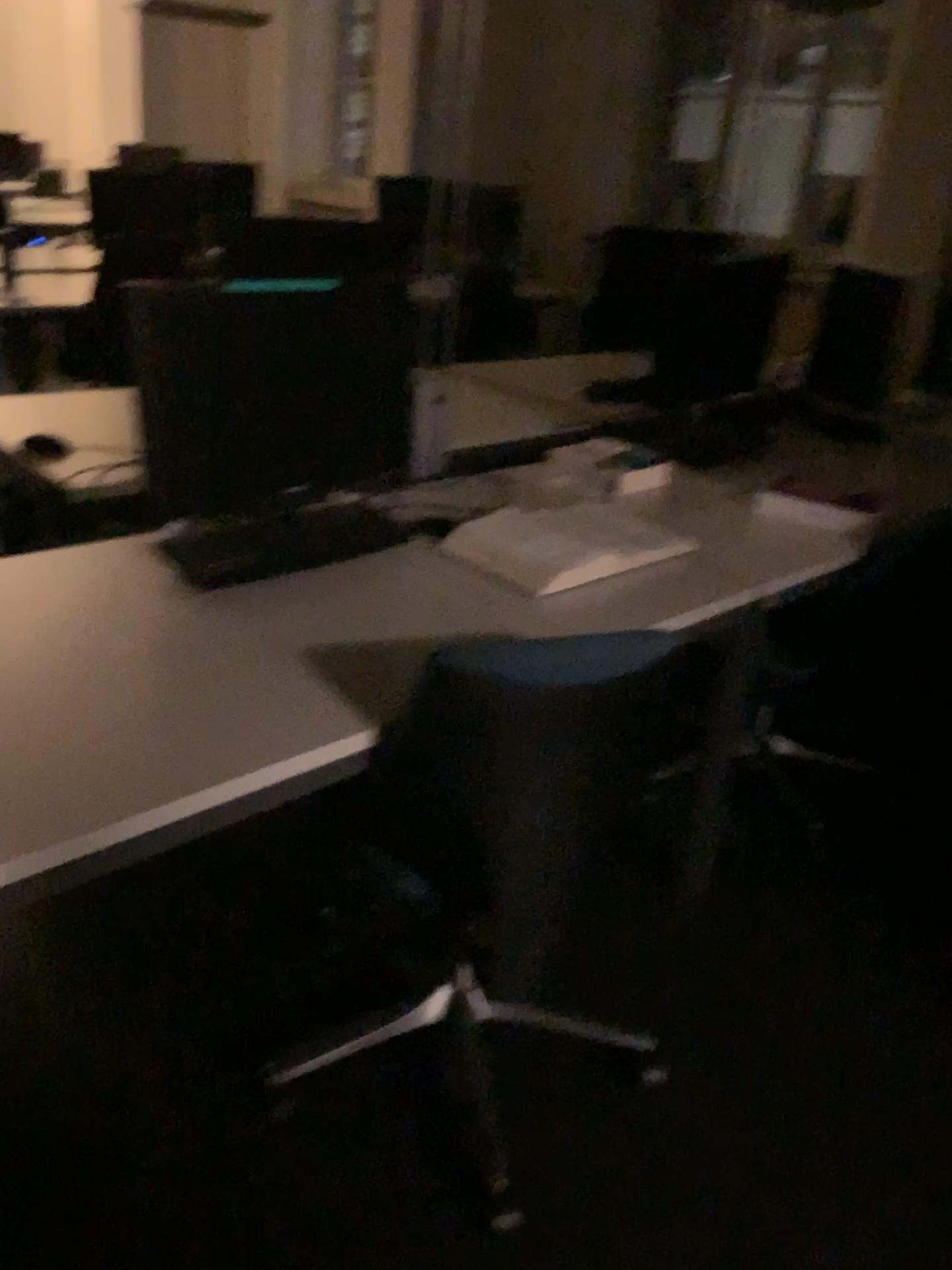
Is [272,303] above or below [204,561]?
above

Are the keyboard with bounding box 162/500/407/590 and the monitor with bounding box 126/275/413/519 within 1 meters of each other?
yes

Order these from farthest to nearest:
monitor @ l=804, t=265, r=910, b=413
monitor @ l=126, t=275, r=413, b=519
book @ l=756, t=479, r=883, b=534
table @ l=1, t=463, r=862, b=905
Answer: monitor @ l=804, t=265, r=910, b=413
book @ l=756, t=479, r=883, b=534
monitor @ l=126, t=275, r=413, b=519
table @ l=1, t=463, r=862, b=905

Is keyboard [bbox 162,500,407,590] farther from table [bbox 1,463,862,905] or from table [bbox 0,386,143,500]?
table [bbox 0,386,143,500]

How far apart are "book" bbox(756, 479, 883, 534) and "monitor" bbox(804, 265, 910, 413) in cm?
57

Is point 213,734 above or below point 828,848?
above

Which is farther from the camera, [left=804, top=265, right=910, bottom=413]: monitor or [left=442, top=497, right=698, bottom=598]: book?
[left=804, top=265, right=910, bottom=413]: monitor

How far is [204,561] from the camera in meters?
1.7

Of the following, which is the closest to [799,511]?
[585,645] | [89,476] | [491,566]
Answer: [491,566]

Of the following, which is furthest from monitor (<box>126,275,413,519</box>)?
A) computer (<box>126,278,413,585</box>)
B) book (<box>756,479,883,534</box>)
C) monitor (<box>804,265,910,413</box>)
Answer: monitor (<box>804,265,910,413</box>)
